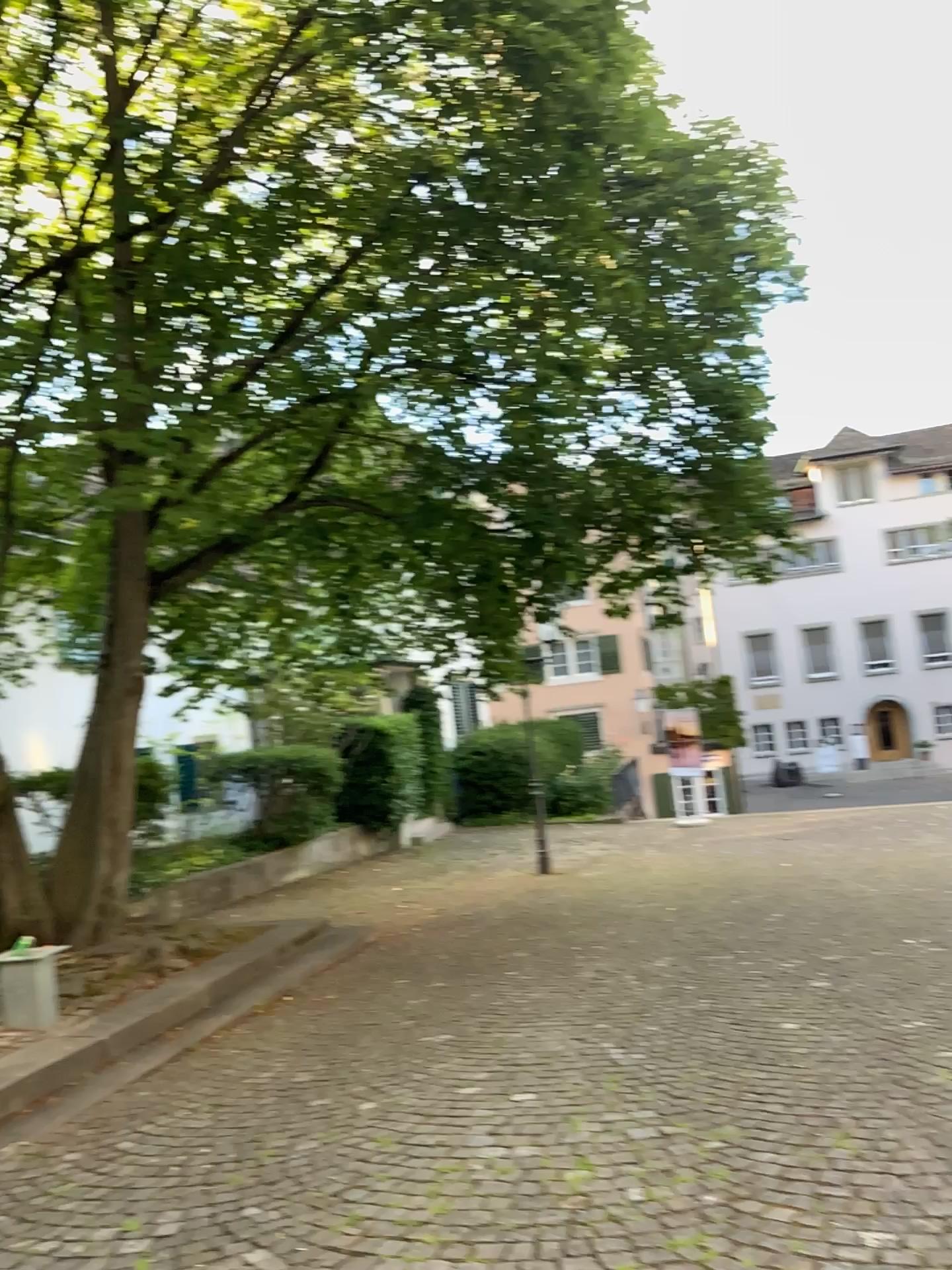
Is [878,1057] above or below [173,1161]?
above
